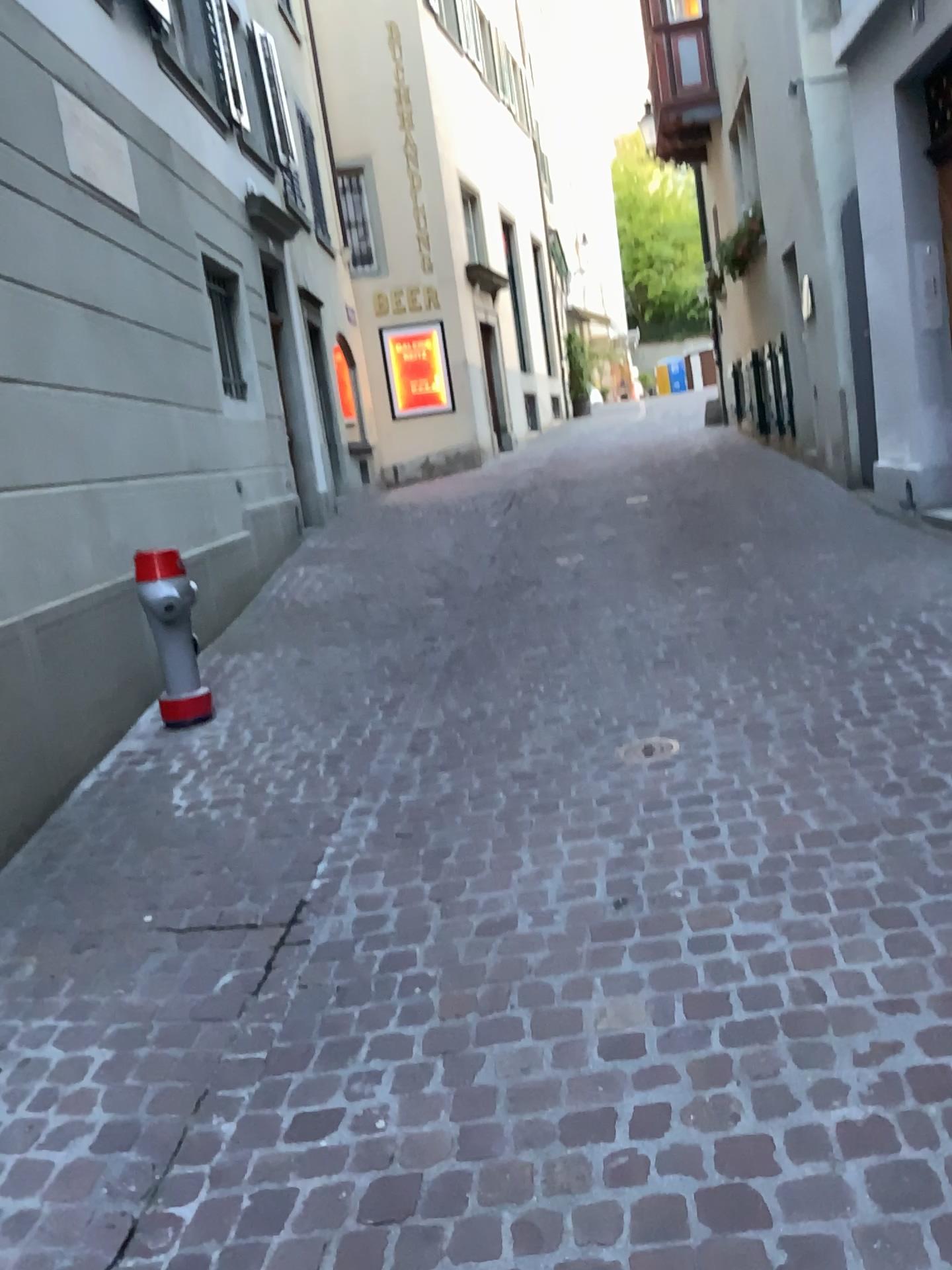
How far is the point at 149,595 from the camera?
4.5 meters

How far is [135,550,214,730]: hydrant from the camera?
4.5m

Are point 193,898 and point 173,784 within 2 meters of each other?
yes
